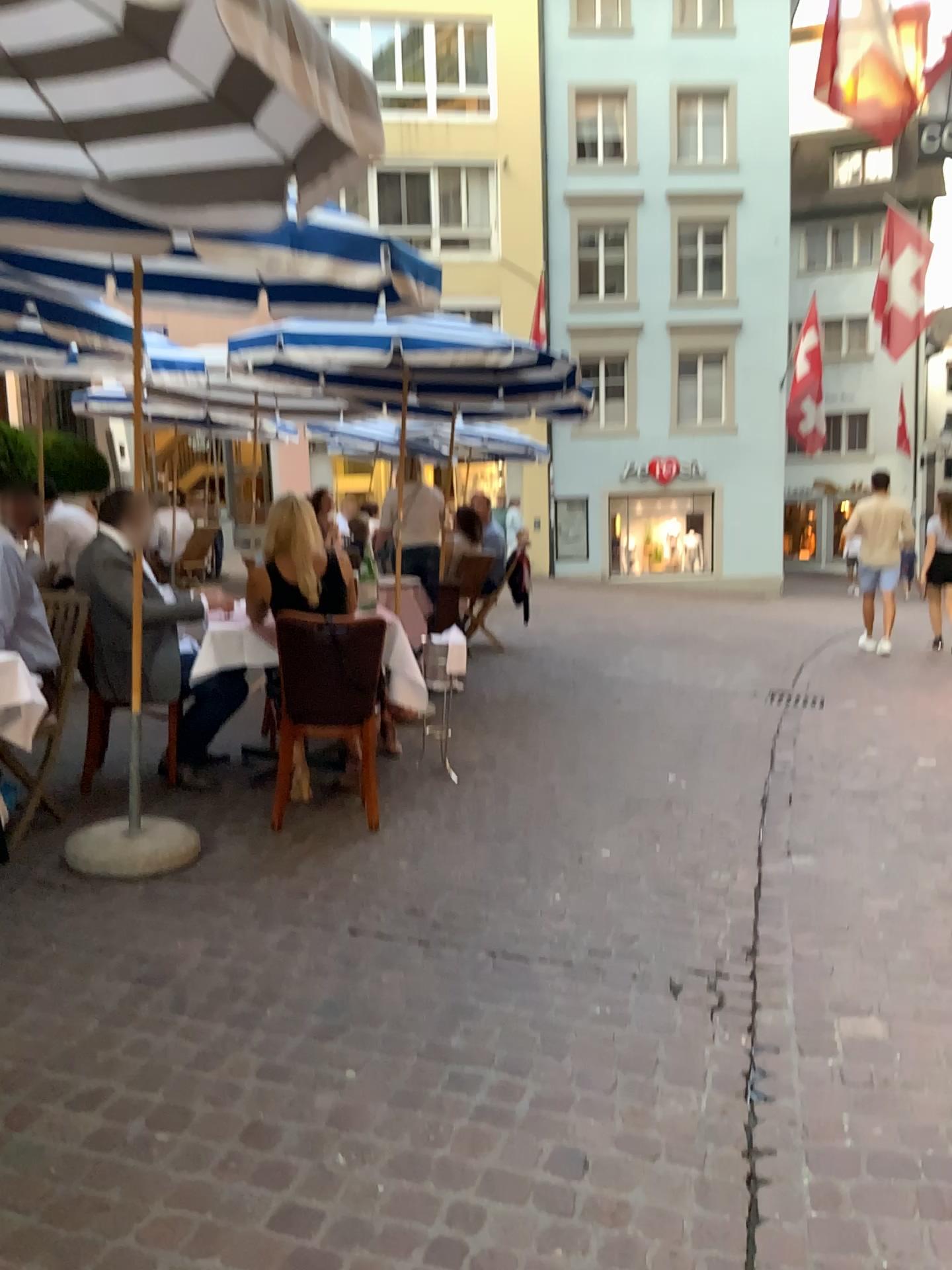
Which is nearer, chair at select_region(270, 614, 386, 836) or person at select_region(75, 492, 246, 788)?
chair at select_region(270, 614, 386, 836)

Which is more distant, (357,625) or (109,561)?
(109,561)

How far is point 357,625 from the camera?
4.04m

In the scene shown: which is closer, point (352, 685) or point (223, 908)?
point (223, 908)

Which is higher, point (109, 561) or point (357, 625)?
point (109, 561)

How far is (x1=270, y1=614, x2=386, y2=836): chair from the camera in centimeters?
404cm
